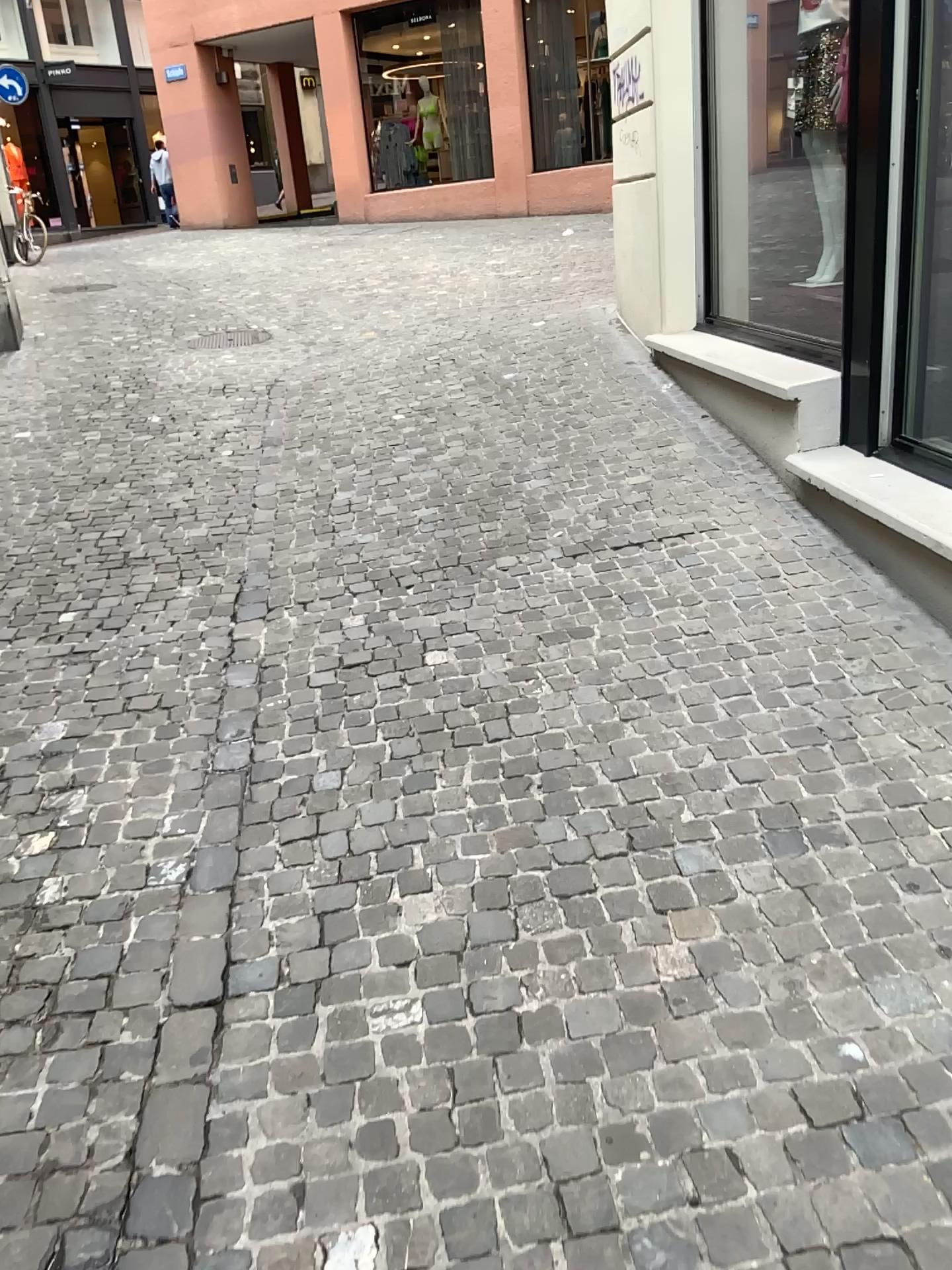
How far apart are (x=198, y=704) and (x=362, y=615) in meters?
0.7 m
